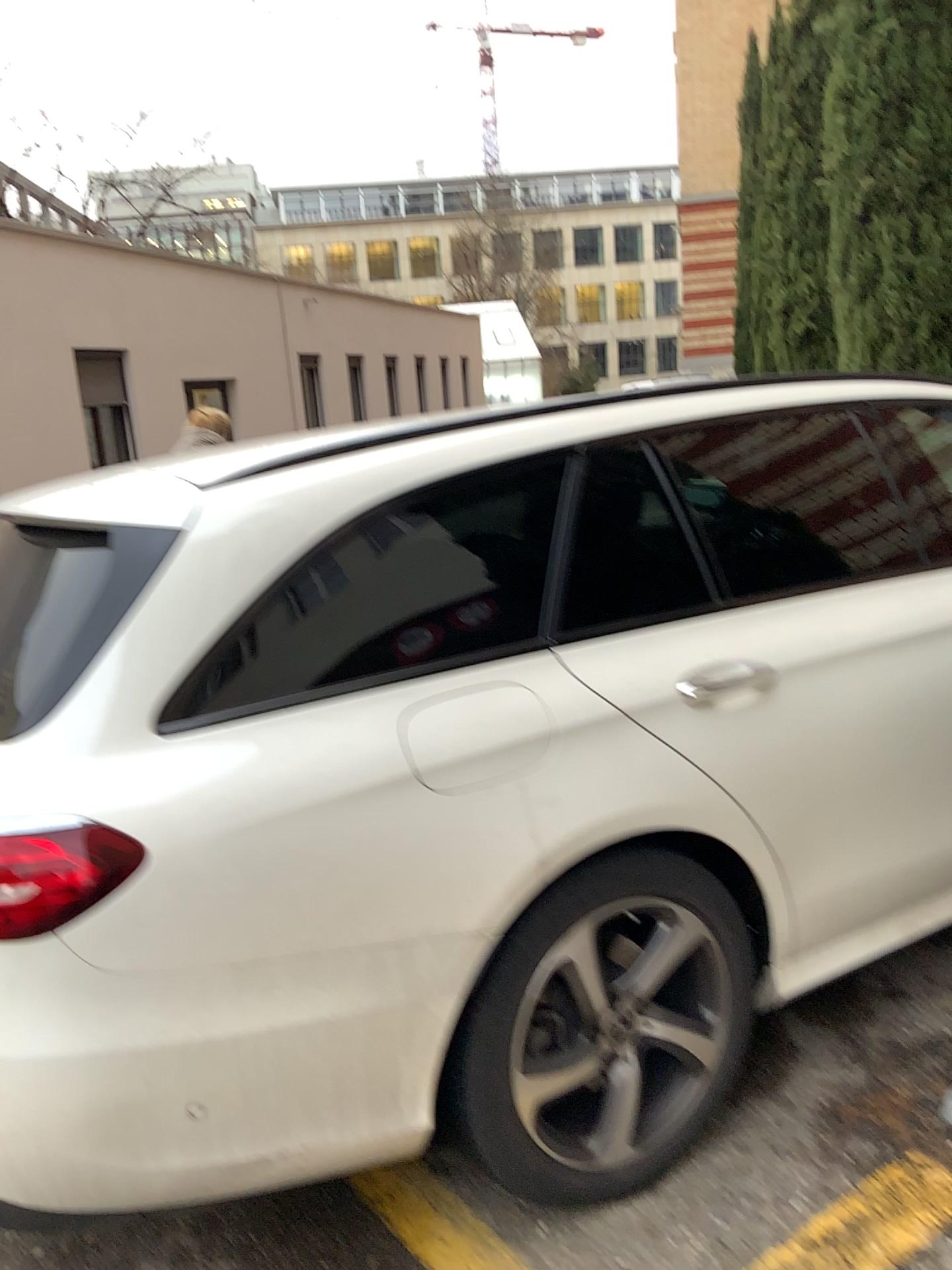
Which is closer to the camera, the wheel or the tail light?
the tail light

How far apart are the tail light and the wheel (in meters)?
0.60

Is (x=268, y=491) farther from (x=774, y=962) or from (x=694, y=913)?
(x=774, y=962)

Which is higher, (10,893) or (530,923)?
(10,893)

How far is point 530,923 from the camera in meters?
1.8 m

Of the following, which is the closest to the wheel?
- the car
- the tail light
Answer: the car

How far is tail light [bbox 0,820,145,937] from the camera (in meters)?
1.45

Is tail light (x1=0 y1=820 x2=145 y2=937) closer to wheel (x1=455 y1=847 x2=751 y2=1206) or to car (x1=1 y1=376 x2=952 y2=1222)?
car (x1=1 y1=376 x2=952 y2=1222)

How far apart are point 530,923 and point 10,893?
0.8m
